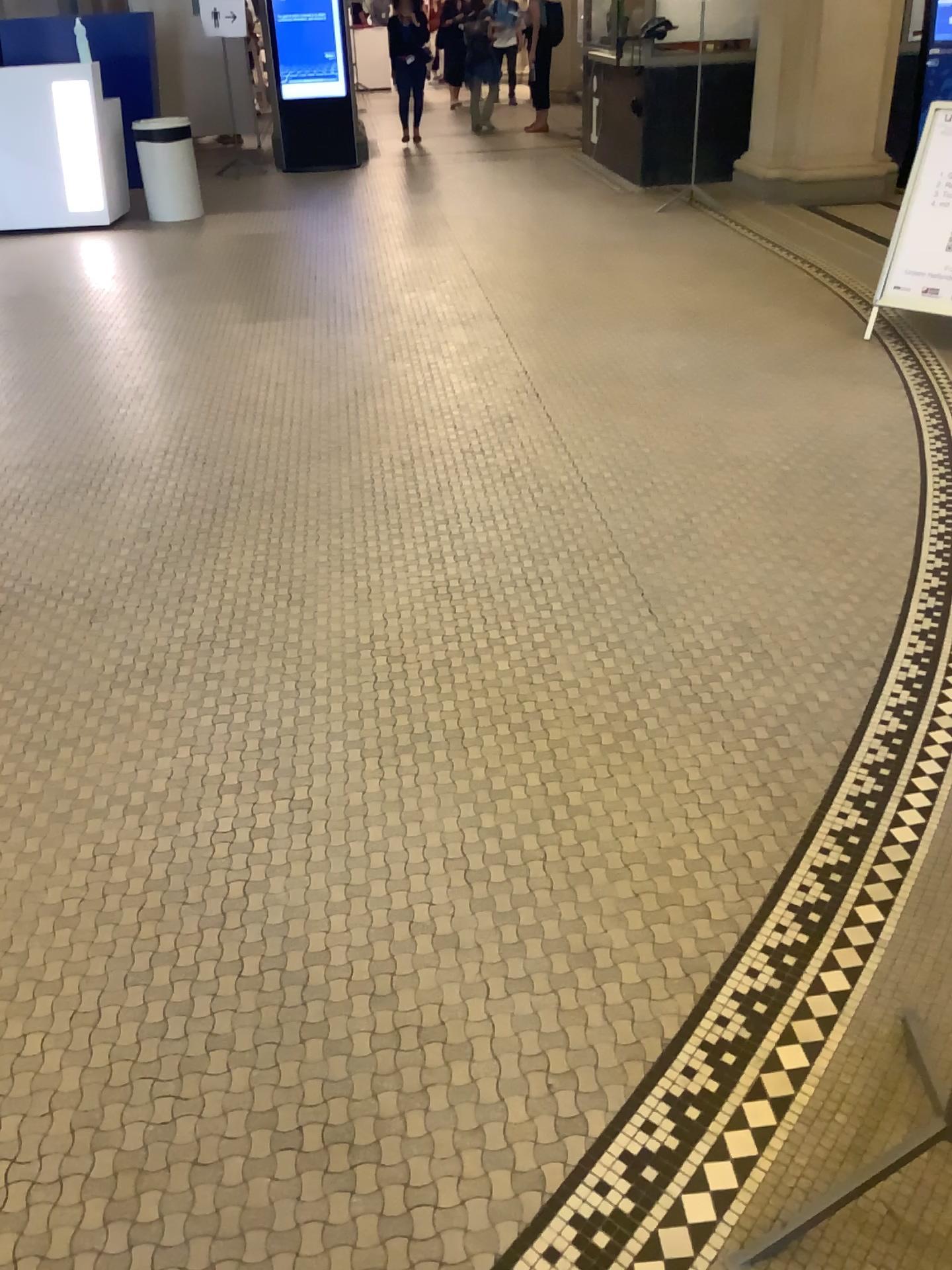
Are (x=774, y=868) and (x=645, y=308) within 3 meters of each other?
no
